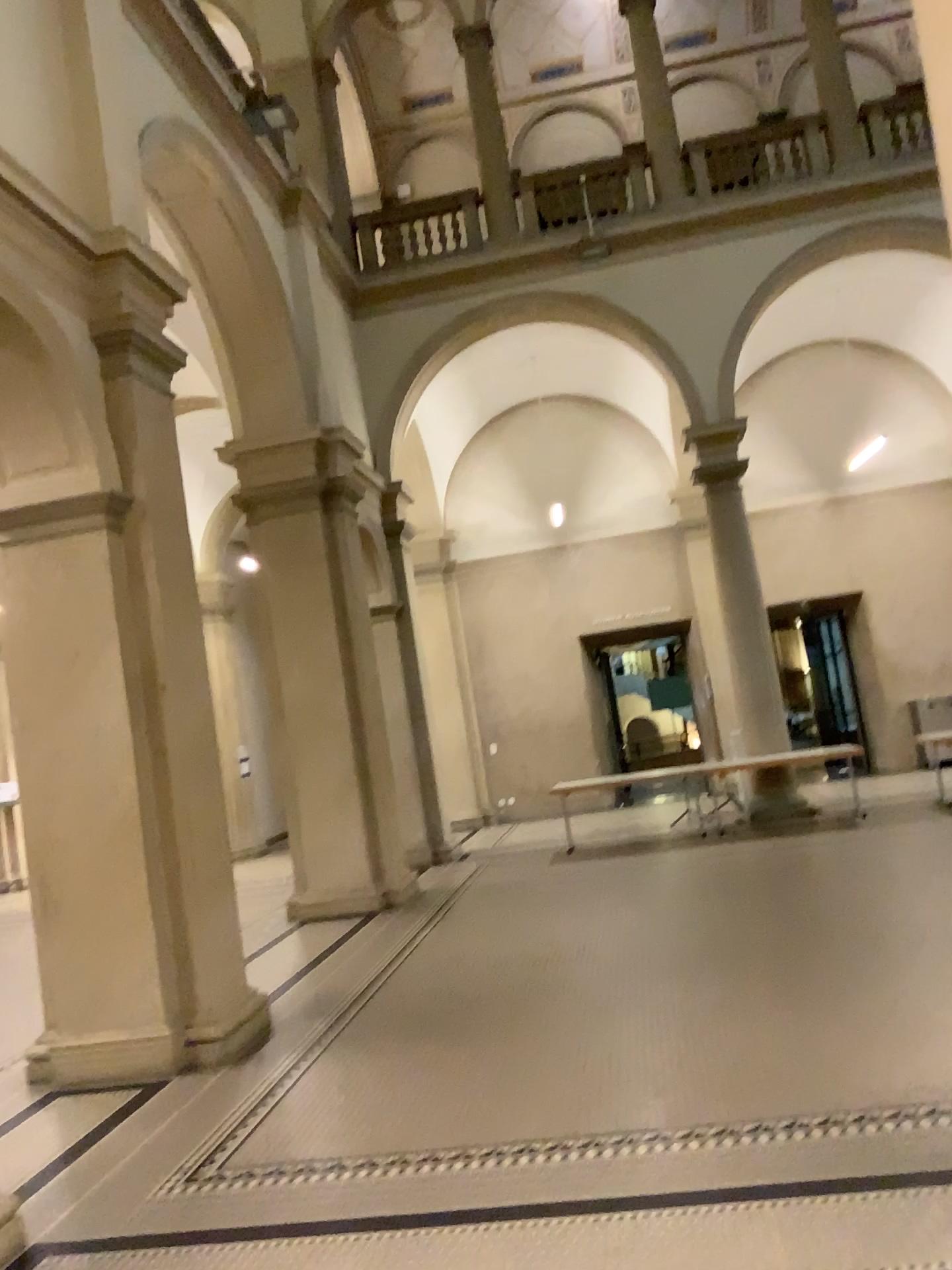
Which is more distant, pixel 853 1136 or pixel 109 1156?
pixel 109 1156
